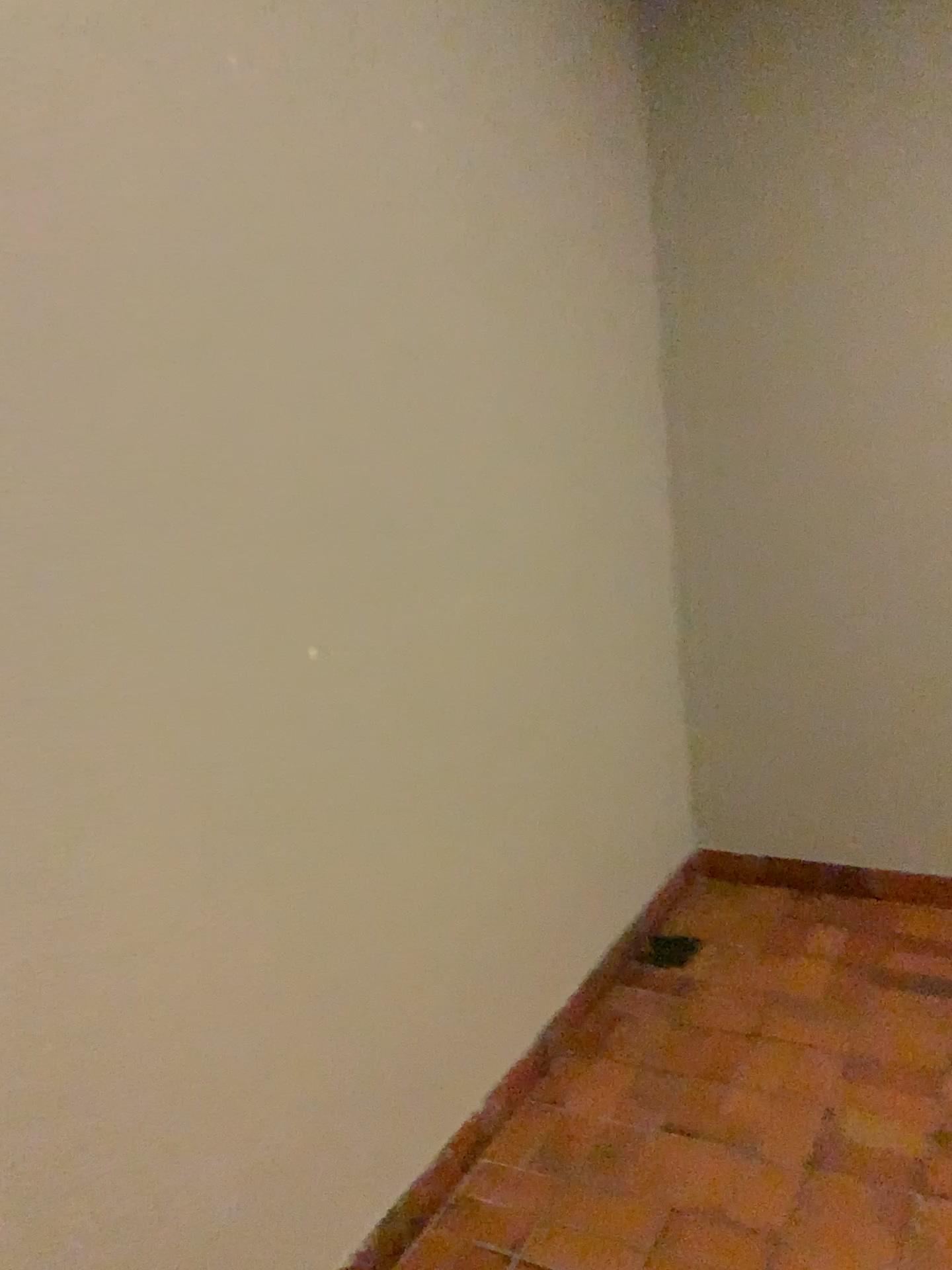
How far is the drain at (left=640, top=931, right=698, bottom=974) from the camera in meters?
2.8

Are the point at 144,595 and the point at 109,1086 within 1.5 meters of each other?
yes

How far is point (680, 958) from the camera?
2.77m
